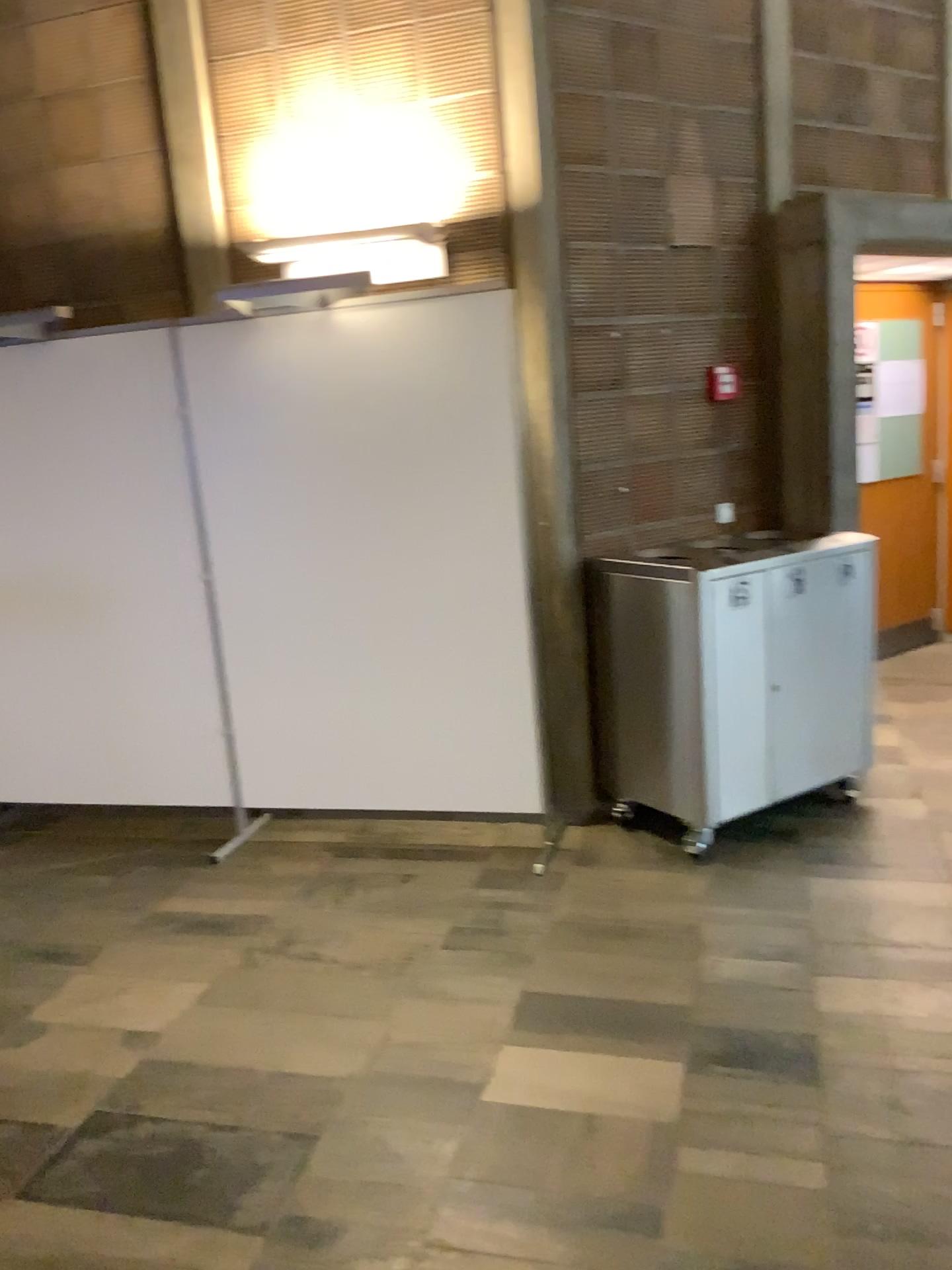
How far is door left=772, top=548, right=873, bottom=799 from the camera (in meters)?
3.68

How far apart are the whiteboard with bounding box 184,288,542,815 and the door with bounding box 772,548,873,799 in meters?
0.8

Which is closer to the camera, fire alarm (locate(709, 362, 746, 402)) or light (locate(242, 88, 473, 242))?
light (locate(242, 88, 473, 242))

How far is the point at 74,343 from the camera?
3.9m

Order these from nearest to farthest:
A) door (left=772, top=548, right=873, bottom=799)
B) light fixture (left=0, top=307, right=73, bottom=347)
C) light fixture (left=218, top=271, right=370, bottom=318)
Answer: light fixture (left=218, top=271, right=370, bottom=318)
door (left=772, top=548, right=873, bottom=799)
light fixture (left=0, top=307, right=73, bottom=347)

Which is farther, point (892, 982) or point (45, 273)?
point (45, 273)

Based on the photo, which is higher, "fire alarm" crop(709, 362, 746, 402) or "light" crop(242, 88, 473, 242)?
"light" crop(242, 88, 473, 242)

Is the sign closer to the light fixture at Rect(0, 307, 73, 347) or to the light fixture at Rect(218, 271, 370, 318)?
the light fixture at Rect(218, 271, 370, 318)

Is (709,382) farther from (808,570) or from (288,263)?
(288,263)

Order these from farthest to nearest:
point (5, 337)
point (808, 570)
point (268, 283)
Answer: point (5, 337), point (808, 570), point (268, 283)
